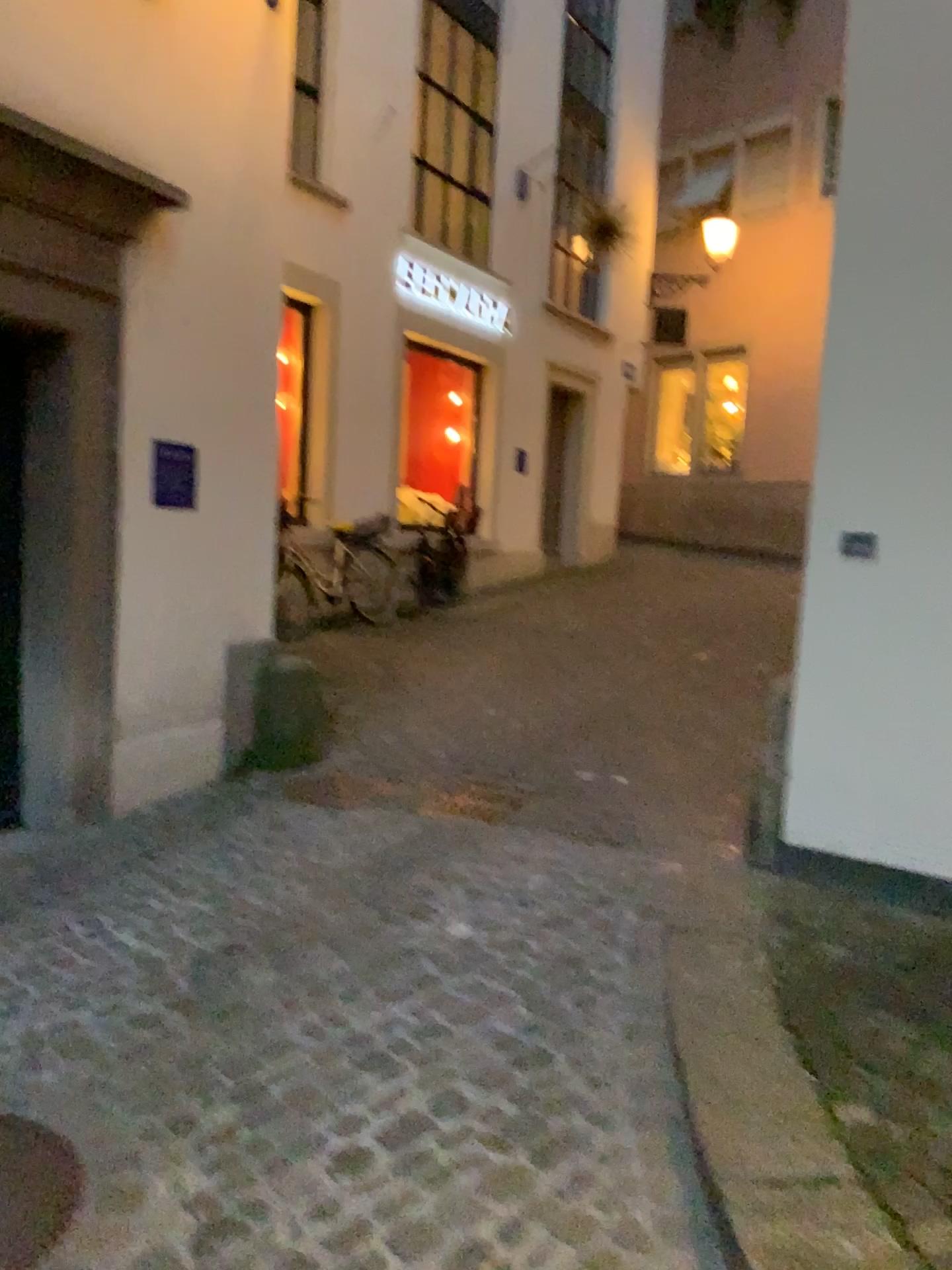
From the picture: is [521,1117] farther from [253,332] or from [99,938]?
[253,332]

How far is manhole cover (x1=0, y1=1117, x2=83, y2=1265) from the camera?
2.0 meters

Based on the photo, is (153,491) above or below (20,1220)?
above

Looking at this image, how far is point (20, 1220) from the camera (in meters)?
1.97

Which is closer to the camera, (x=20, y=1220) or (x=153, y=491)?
(x=20, y=1220)

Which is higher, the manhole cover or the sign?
the sign

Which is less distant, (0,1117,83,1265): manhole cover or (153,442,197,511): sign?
(0,1117,83,1265): manhole cover
